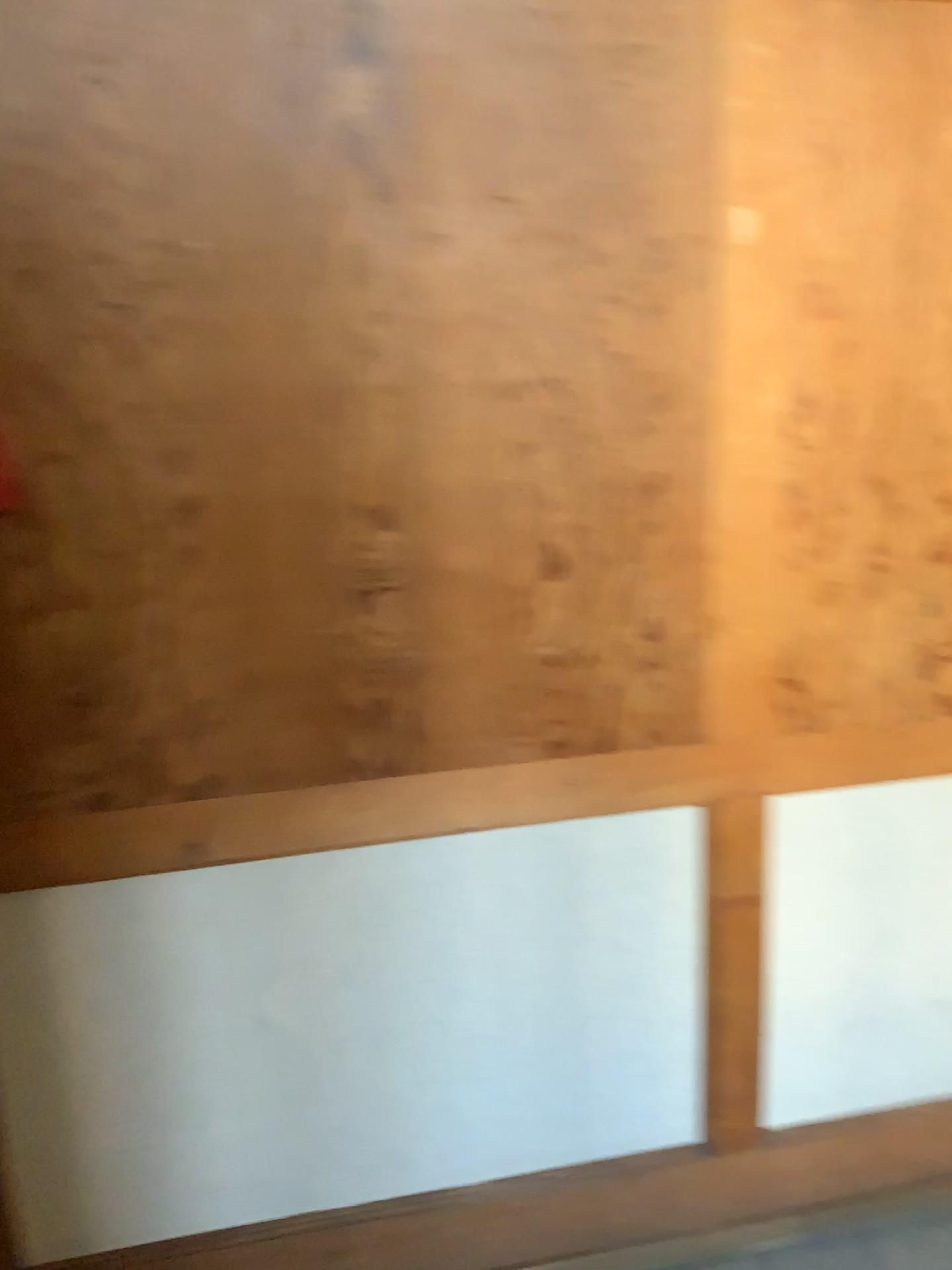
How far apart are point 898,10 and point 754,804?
1.2 meters

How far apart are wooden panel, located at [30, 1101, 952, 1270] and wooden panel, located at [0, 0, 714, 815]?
0.8m

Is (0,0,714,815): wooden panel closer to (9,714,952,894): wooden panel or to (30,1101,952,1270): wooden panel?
(9,714,952,894): wooden panel

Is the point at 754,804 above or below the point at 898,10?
below

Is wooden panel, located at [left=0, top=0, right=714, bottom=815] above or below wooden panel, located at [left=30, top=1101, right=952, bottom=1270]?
above

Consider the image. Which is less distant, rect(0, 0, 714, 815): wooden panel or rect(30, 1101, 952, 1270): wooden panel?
rect(0, 0, 714, 815): wooden panel

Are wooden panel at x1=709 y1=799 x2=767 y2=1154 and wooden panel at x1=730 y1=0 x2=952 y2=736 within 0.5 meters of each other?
yes

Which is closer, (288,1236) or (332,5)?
(332,5)

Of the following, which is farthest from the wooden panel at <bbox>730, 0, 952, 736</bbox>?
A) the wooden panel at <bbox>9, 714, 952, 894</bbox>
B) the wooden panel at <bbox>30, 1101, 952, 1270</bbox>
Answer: the wooden panel at <bbox>30, 1101, 952, 1270</bbox>

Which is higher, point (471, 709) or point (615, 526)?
point (615, 526)
